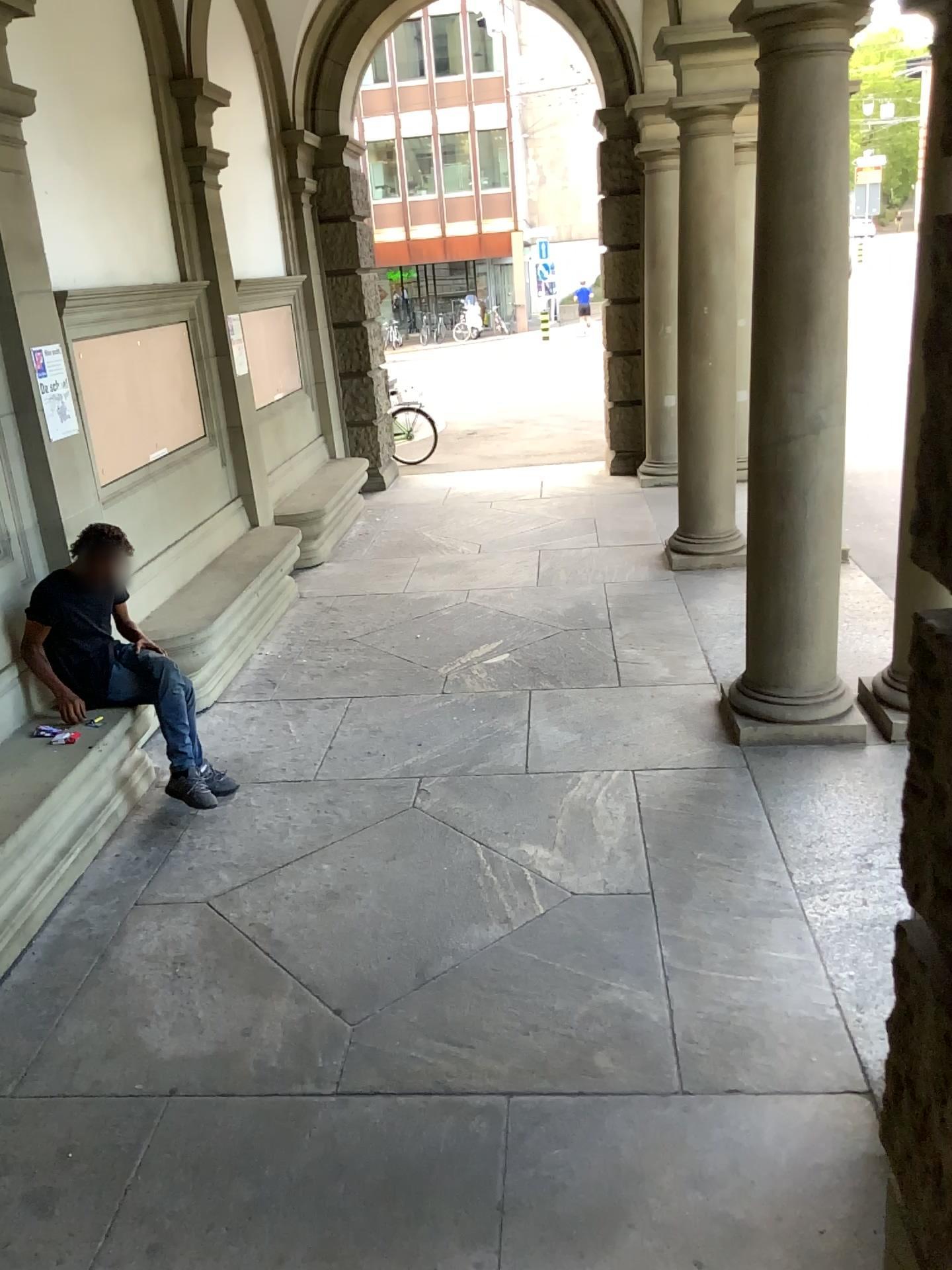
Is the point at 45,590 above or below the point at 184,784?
above

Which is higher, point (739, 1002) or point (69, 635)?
point (69, 635)

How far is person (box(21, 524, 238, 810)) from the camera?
4.6 meters

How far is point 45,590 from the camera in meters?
4.6

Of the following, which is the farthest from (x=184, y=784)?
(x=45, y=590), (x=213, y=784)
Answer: (x=45, y=590)
